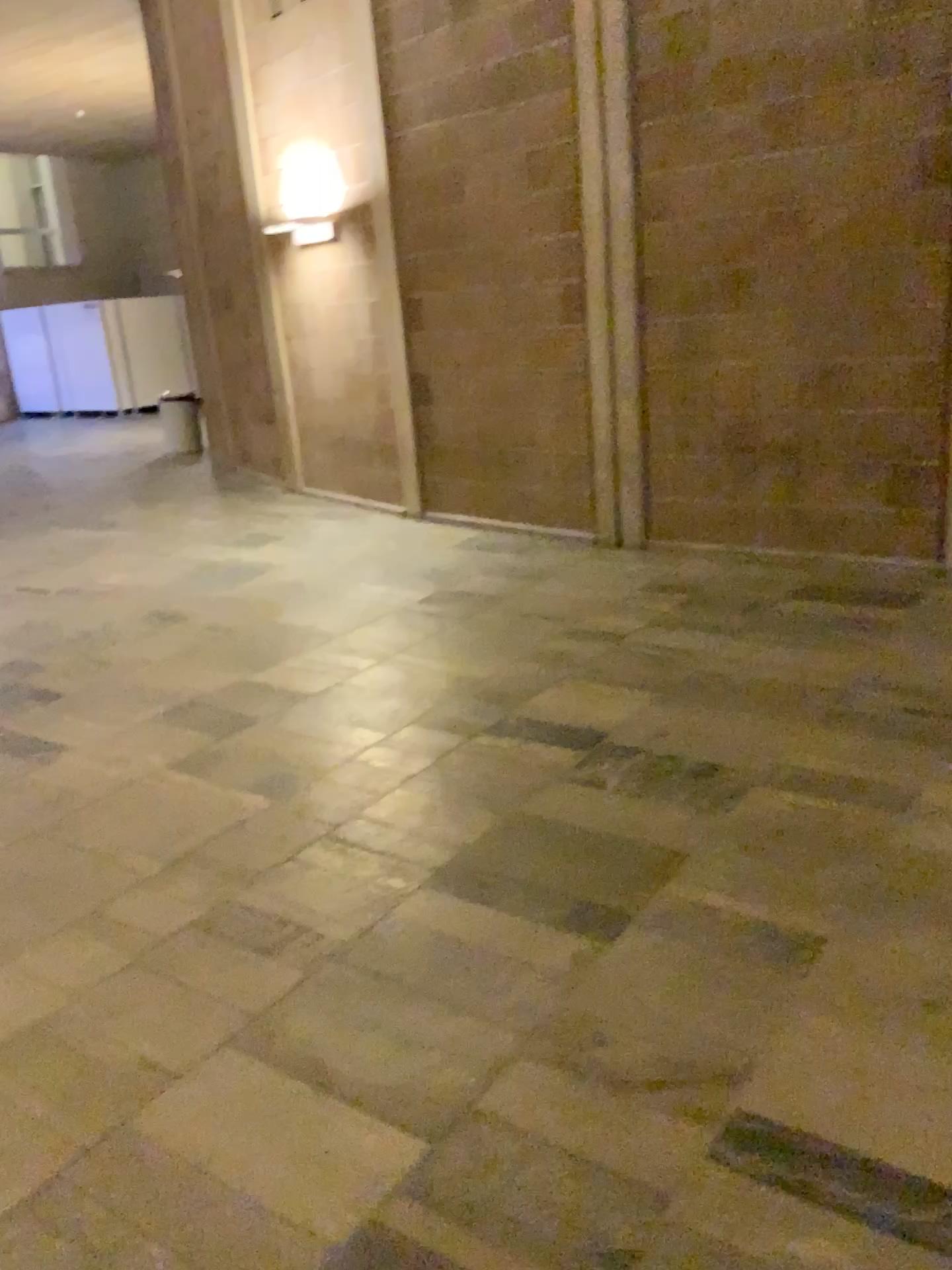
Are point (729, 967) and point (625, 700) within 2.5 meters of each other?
yes
